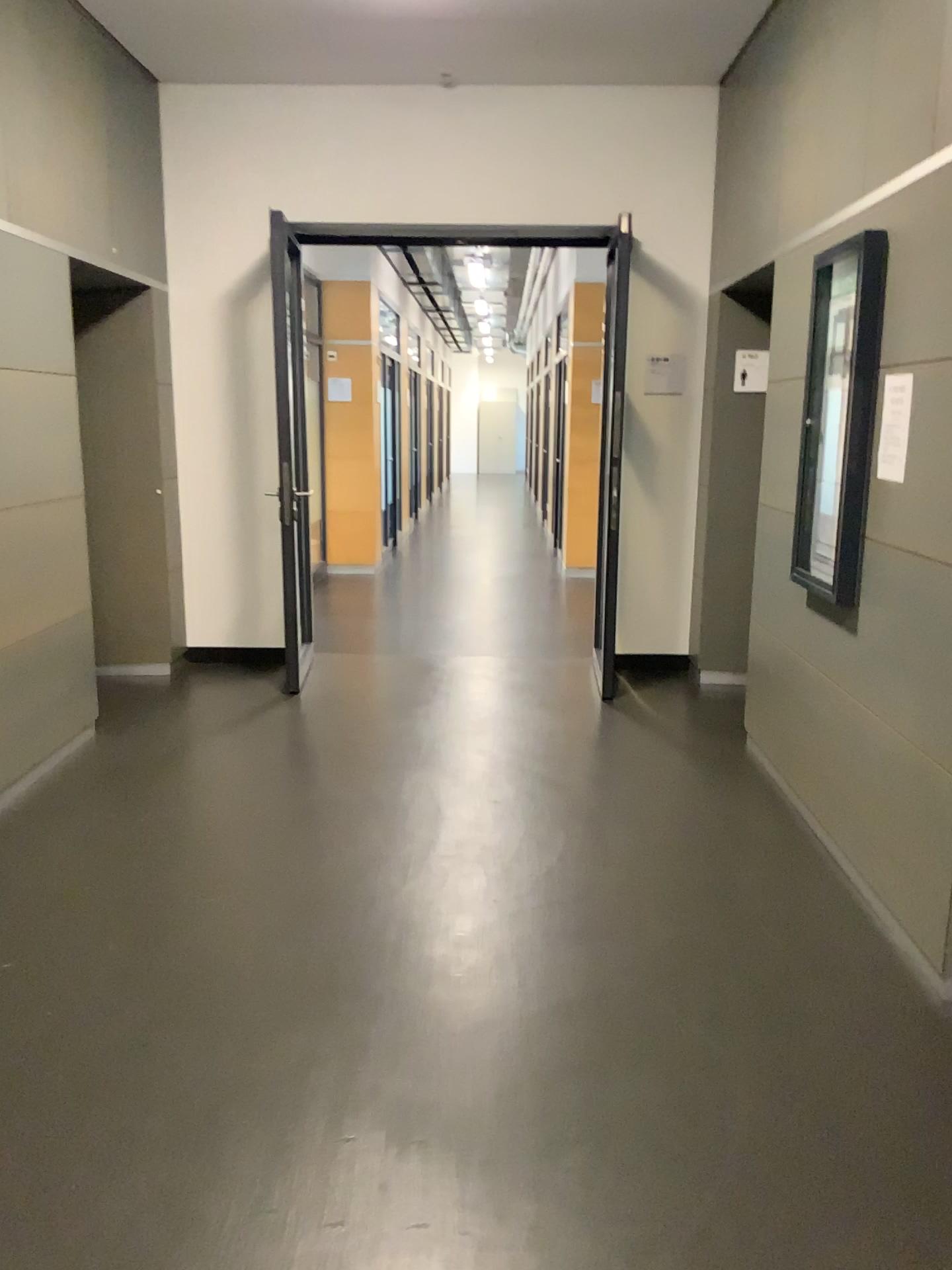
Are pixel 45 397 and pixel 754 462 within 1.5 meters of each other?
no

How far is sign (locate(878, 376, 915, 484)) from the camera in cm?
296

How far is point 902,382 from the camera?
2.96m

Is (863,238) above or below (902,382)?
above
